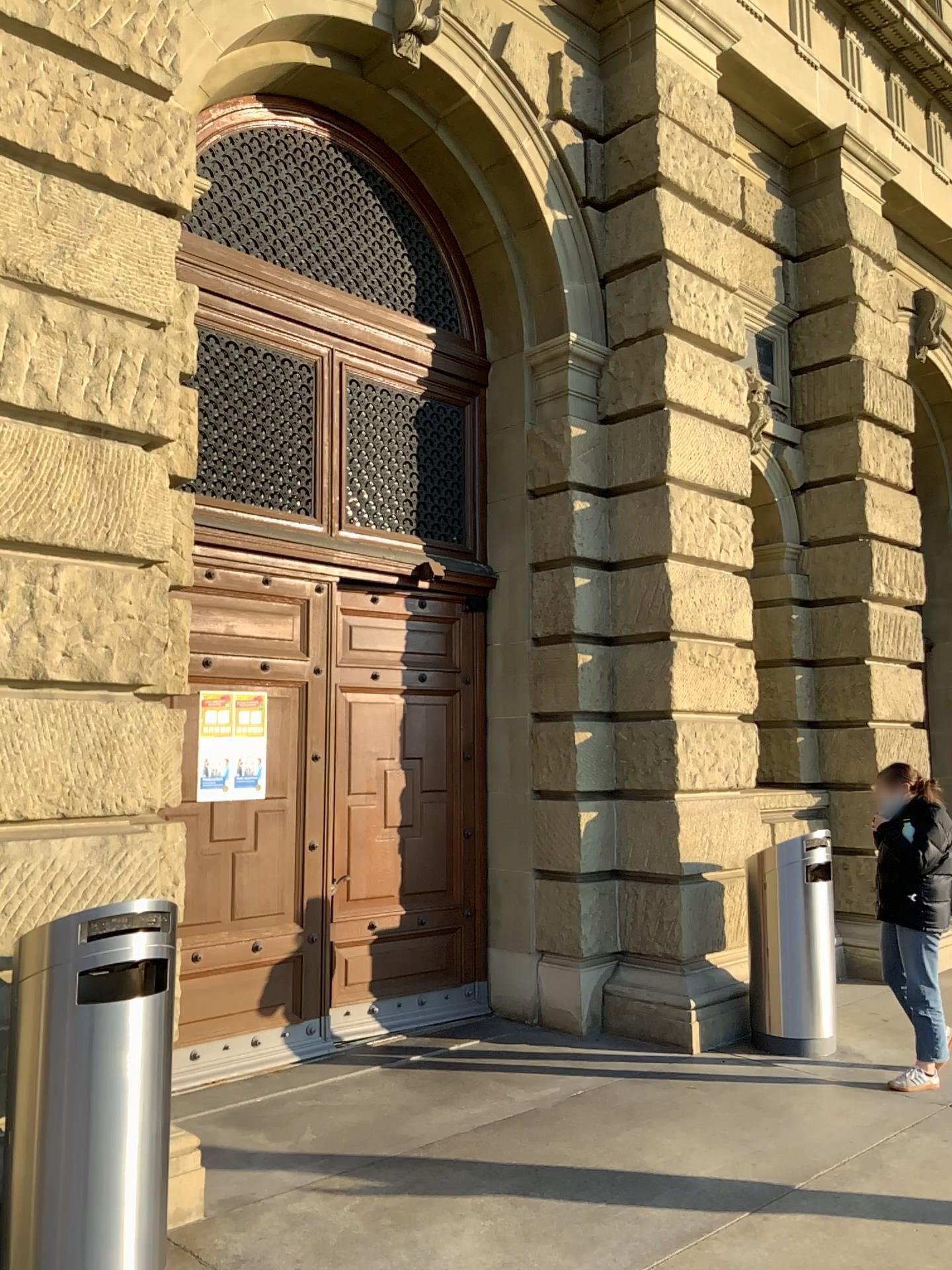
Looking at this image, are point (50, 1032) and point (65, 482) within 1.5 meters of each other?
no
